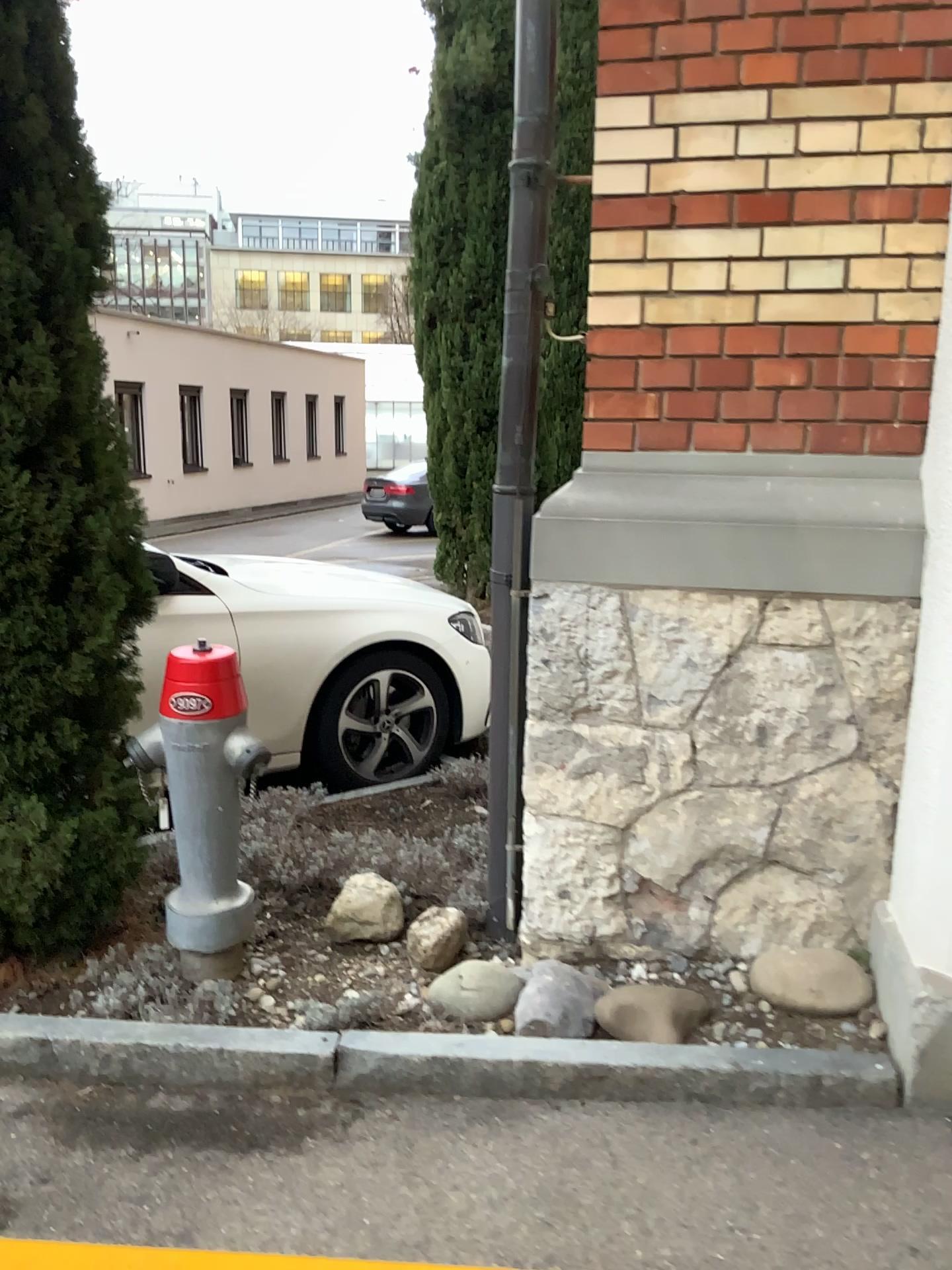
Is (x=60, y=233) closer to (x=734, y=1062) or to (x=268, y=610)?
(x=268, y=610)

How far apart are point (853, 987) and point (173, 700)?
1.7 meters

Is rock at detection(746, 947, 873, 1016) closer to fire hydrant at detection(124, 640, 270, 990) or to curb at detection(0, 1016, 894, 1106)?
curb at detection(0, 1016, 894, 1106)

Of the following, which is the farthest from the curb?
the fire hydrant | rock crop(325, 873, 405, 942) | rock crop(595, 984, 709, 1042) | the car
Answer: the car

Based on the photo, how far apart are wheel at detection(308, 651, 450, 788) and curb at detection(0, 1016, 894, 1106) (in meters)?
2.11

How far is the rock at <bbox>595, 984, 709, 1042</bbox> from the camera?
2.3m

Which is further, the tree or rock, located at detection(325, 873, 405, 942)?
rock, located at detection(325, 873, 405, 942)

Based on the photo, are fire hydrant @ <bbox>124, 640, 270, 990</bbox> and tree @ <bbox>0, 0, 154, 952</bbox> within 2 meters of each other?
yes

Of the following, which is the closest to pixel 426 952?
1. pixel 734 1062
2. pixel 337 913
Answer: pixel 337 913

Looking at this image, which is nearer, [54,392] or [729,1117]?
[729,1117]
